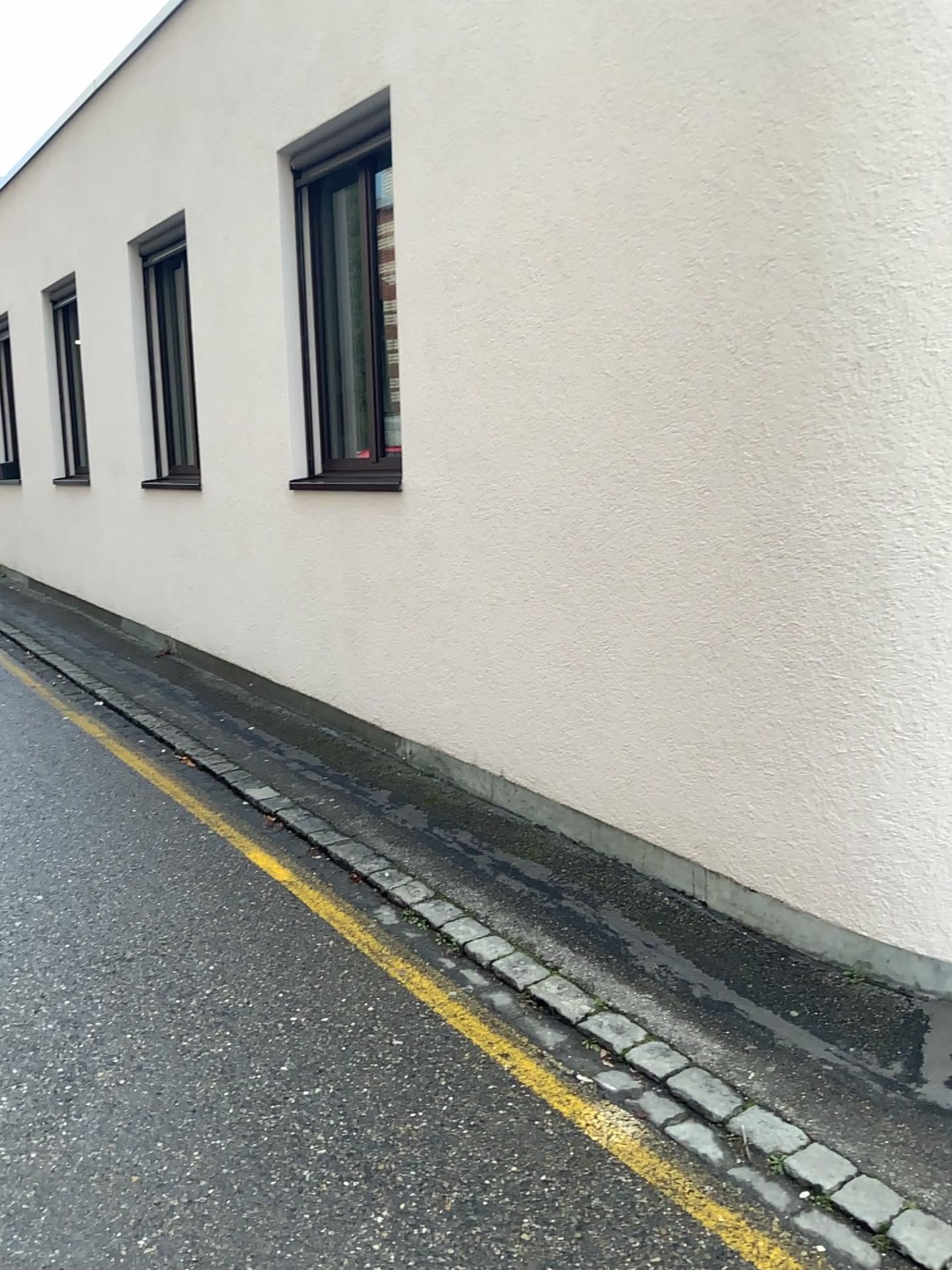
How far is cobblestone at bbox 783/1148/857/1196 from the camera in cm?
235

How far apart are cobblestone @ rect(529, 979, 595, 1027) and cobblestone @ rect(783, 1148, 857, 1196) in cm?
76

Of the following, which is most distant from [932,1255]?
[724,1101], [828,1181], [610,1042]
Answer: [610,1042]

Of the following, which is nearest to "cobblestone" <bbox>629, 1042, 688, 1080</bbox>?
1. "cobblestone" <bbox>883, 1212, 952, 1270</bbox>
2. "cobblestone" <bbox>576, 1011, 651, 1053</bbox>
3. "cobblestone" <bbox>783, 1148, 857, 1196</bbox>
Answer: "cobblestone" <bbox>576, 1011, 651, 1053</bbox>

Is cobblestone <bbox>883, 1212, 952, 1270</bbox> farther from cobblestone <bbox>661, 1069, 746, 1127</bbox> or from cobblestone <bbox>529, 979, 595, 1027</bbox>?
cobblestone <bbox>529, 979, 595, 1027</bbox>

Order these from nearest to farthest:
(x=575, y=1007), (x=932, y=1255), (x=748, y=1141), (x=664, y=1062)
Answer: (x=932, y=1255)
(x=748, y=1141)
(x=664, y=1062)
(x=575, y=1007)

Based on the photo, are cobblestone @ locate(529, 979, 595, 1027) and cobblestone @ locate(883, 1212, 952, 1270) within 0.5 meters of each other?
no

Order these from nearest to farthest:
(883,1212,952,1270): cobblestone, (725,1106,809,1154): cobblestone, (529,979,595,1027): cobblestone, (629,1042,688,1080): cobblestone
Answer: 1. (883,1212,952,1270): cobblestone
2. (725,1106,809,1154): cobblestone
3. (629,1042,688,1080): cobblestone
4. (529,979,595,1027): cobblestone

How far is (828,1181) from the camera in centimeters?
234cm

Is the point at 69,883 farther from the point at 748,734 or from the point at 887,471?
the point at 887,471
